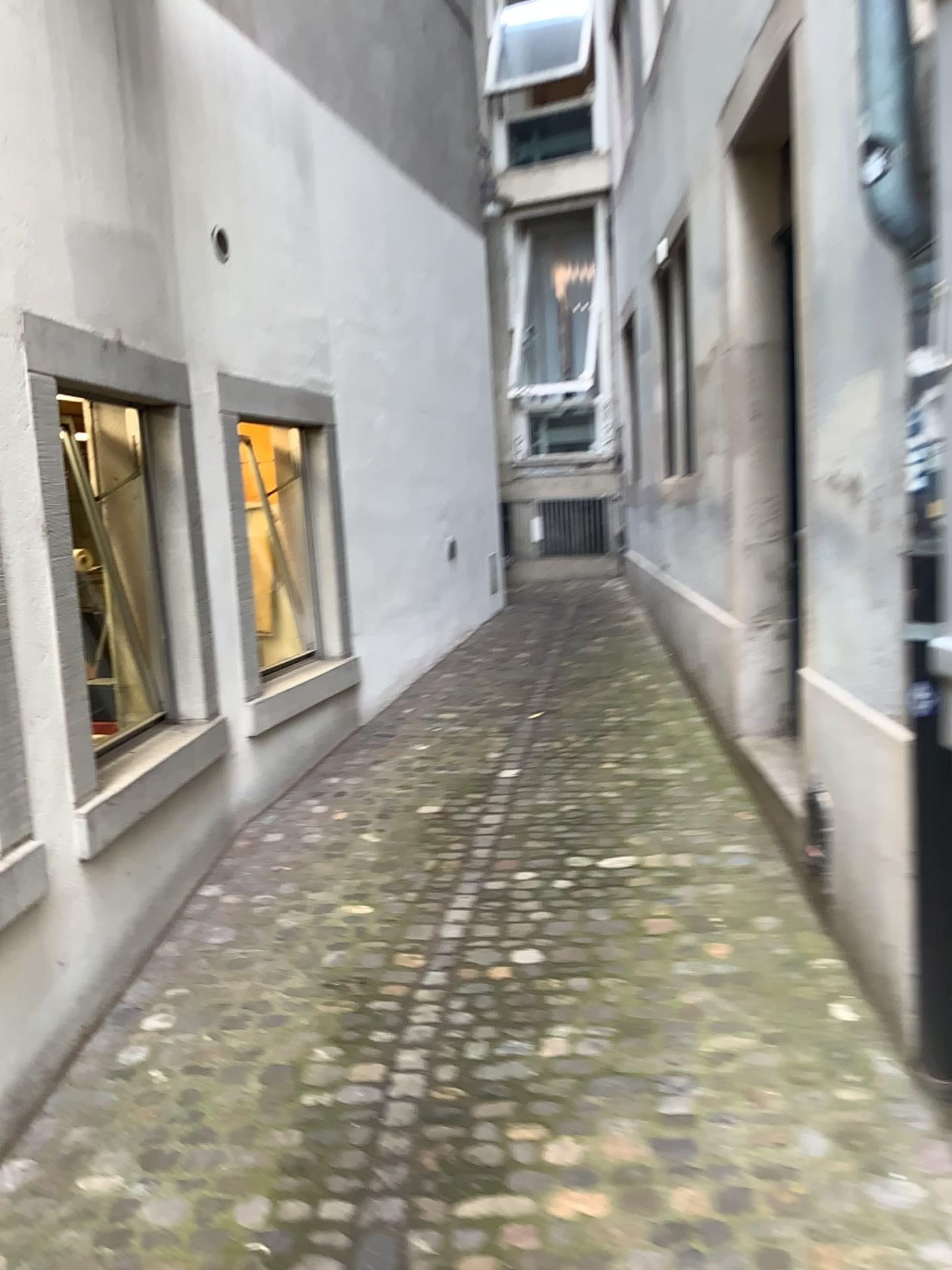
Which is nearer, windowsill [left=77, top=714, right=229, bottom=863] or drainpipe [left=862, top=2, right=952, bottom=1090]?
drainpipe [left=862, top=2, right=952, bottom=1090]

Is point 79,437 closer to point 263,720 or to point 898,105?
point 263,720

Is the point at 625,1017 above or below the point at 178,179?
below

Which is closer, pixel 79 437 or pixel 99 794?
pixel 99 794

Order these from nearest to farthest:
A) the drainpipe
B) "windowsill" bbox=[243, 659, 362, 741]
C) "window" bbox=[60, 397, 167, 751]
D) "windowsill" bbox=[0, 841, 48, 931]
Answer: the drainpipe → "windowsill" bbox=[0, 841, 48, 931] → "window" bbox=[60, 397, 167, 751] → "windowsill" bbox=[243, 659, 362, 741]

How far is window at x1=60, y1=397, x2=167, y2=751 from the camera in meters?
3.7

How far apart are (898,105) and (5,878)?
2.6m

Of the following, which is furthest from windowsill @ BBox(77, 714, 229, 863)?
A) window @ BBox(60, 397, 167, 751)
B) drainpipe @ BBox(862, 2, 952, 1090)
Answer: drainpipe @ BBox(862, 2, 952, 1090)

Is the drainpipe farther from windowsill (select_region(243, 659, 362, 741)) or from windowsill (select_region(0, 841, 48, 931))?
windowsill (select_region(243, 659, 362, 741))

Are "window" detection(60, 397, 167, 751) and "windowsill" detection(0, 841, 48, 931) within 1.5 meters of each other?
yes
